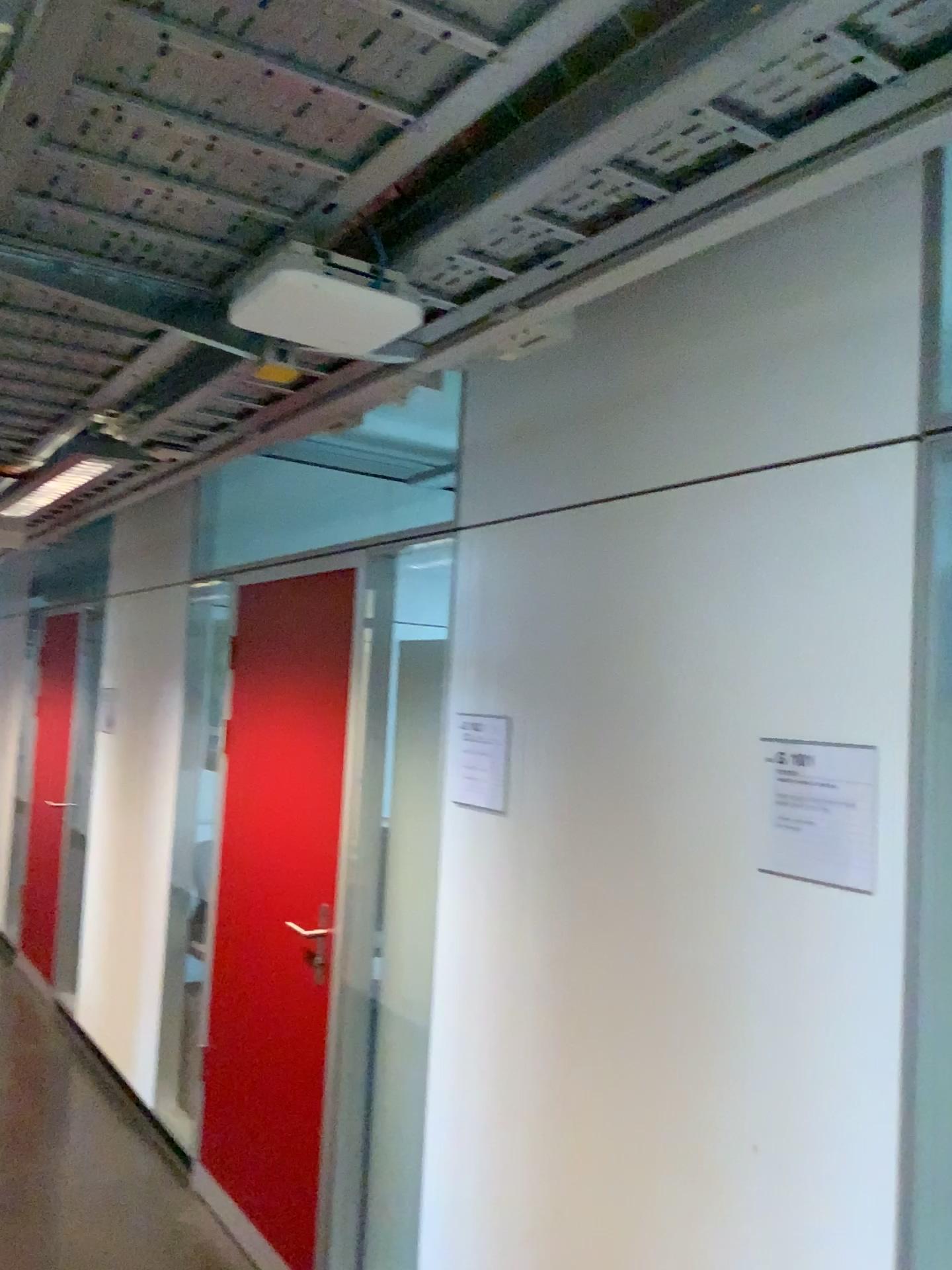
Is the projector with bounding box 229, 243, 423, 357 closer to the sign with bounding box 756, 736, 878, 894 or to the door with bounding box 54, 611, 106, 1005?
the sign with bounding box 756, 736, 878, 894

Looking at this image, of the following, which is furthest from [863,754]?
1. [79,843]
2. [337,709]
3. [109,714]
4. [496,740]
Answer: [79,843]

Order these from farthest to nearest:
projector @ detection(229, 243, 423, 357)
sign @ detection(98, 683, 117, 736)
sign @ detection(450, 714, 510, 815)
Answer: sign @ detection(98, 683, 117, 736) < sign @ detection(450, 714, 510, 815) < projector @ detection(229, 243, 423, 357)

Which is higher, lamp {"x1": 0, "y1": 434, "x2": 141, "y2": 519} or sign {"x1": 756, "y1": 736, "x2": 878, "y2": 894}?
lamp {"x1": 0, "y1": 434, "x2": 141, "y2": 519}

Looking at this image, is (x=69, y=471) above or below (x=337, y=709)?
above

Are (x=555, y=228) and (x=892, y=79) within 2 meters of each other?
yes

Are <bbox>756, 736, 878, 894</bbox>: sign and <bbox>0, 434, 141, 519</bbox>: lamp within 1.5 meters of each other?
no

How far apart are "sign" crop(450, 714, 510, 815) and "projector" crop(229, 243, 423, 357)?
1.0m

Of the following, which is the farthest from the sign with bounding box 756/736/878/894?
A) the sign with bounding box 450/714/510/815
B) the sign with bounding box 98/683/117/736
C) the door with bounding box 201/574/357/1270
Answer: the sign with bounding box 98/683/117/736

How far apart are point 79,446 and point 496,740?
1.28m
